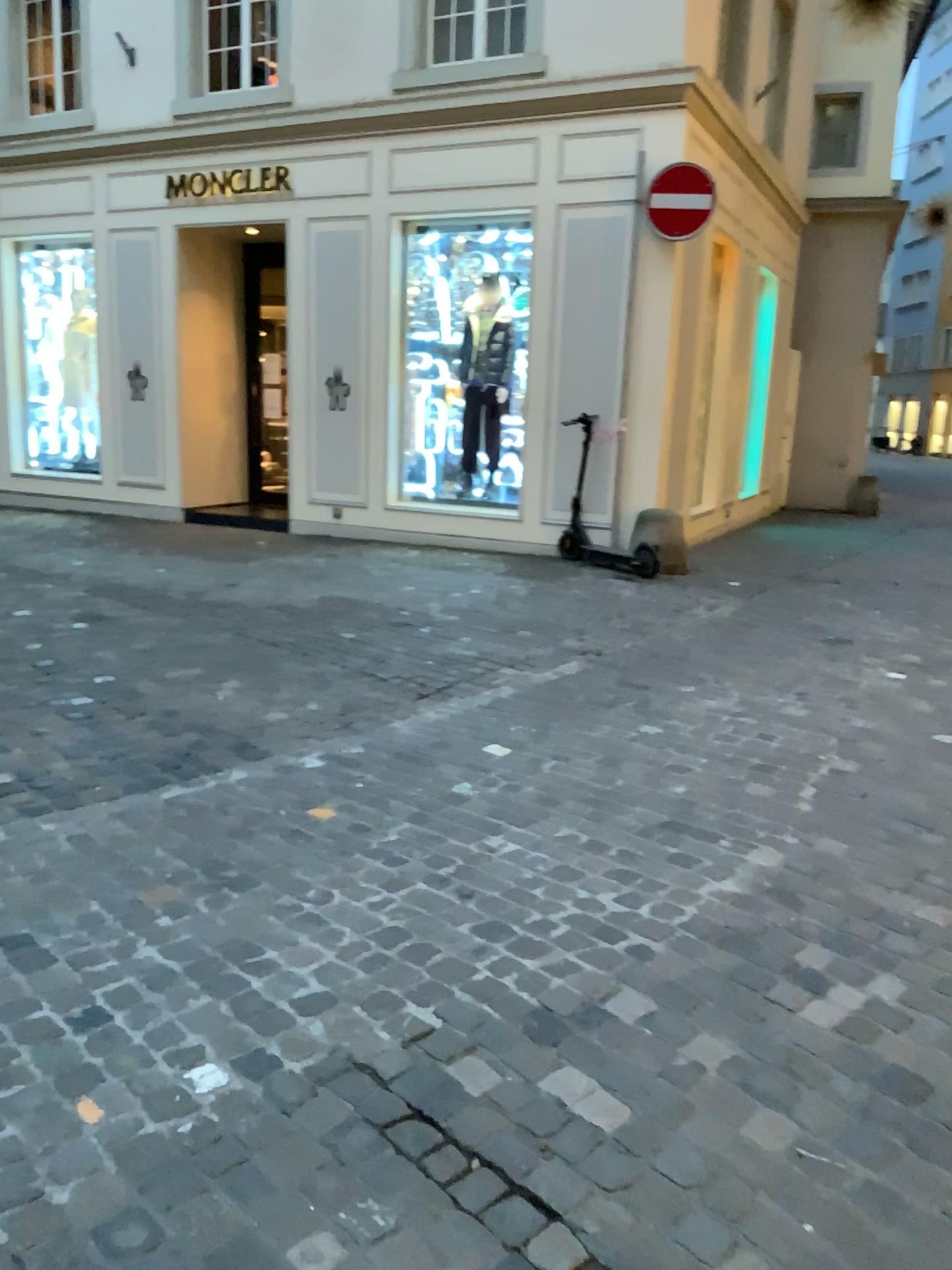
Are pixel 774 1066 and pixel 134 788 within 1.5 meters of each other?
no
